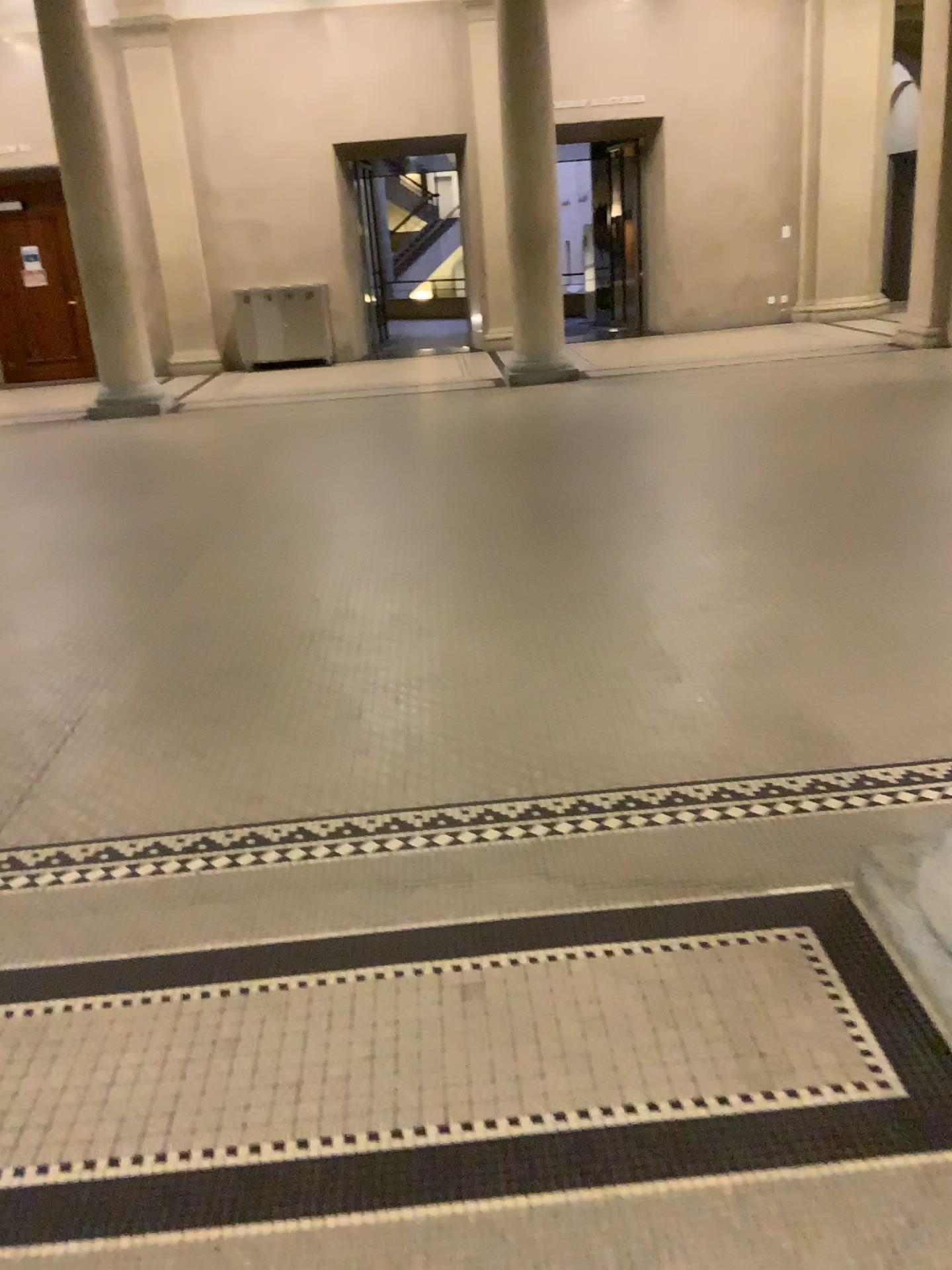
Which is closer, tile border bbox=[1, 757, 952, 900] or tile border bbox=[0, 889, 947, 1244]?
tile border bbox=[0, 889, 947, 1244]

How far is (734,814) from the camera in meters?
2.6 m

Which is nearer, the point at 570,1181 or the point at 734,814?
the point at 570,1181

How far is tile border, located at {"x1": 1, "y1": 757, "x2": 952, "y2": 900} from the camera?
2.6 meters

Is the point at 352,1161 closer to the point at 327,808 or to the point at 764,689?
the point at 327,808
